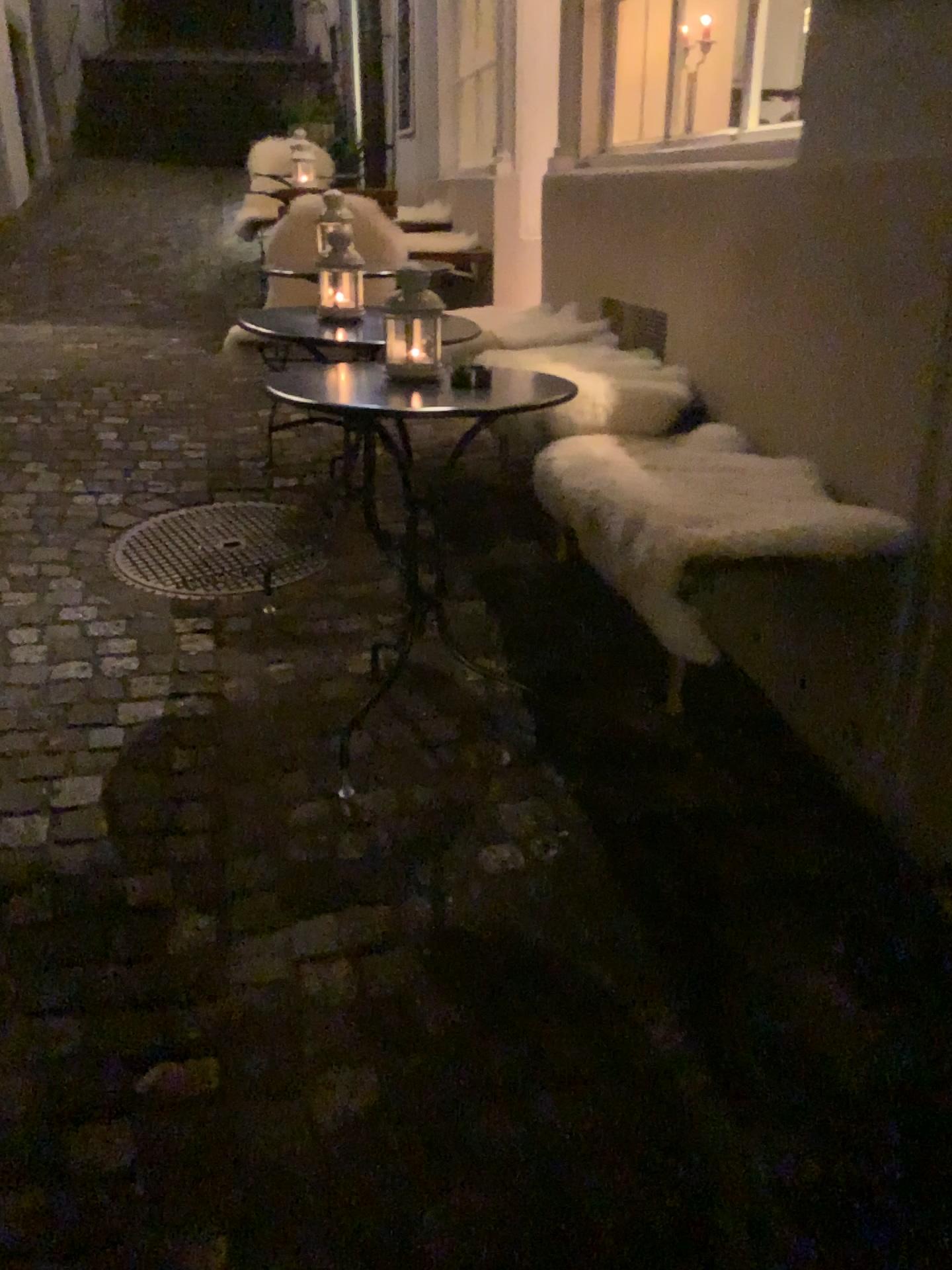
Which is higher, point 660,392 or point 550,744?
point 660,392
